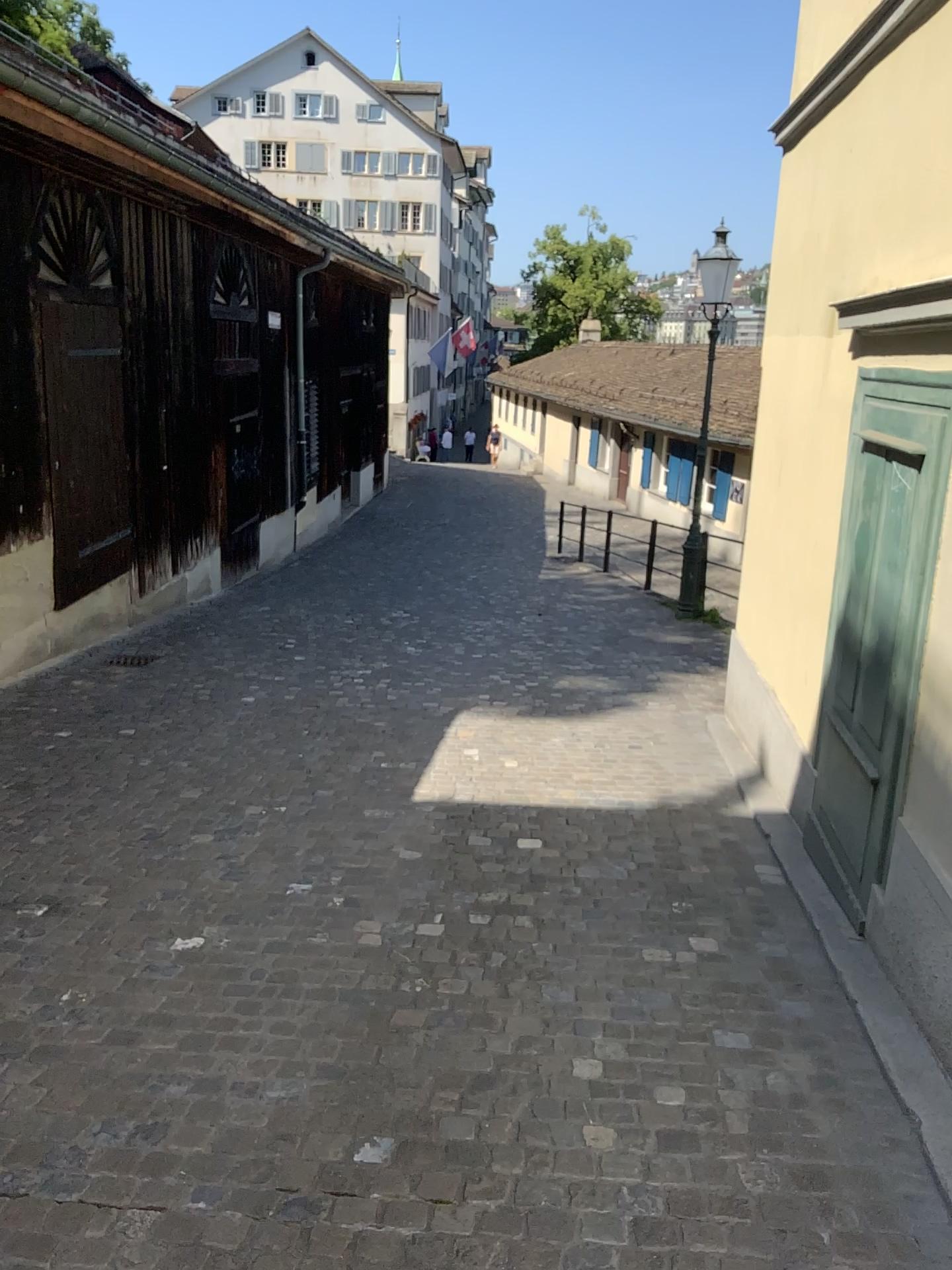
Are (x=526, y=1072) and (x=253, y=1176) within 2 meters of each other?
yes
